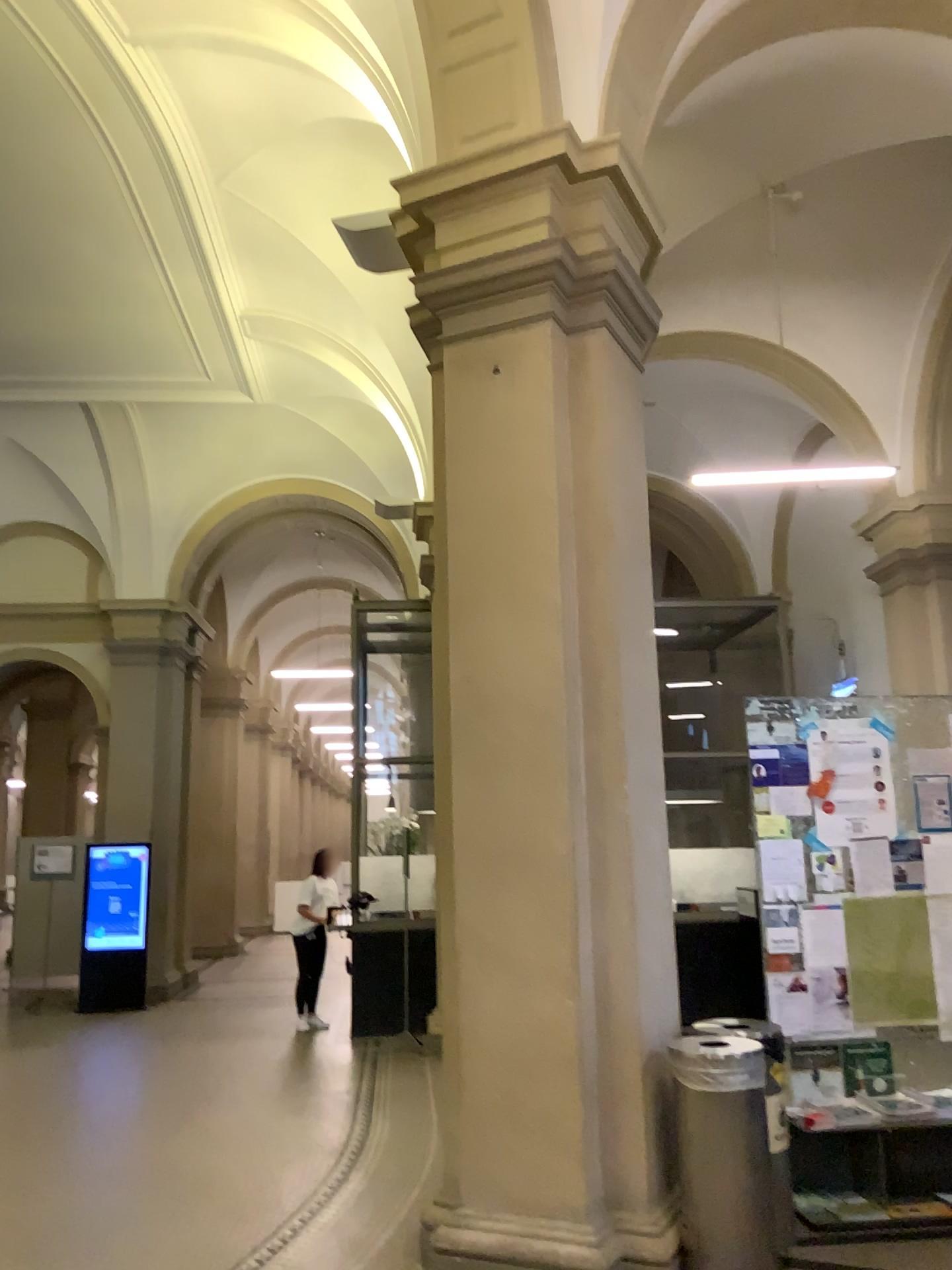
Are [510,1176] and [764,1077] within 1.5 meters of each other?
yes

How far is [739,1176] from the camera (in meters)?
3.88

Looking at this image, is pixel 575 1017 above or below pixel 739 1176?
above

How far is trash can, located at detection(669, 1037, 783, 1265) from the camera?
3.88m
